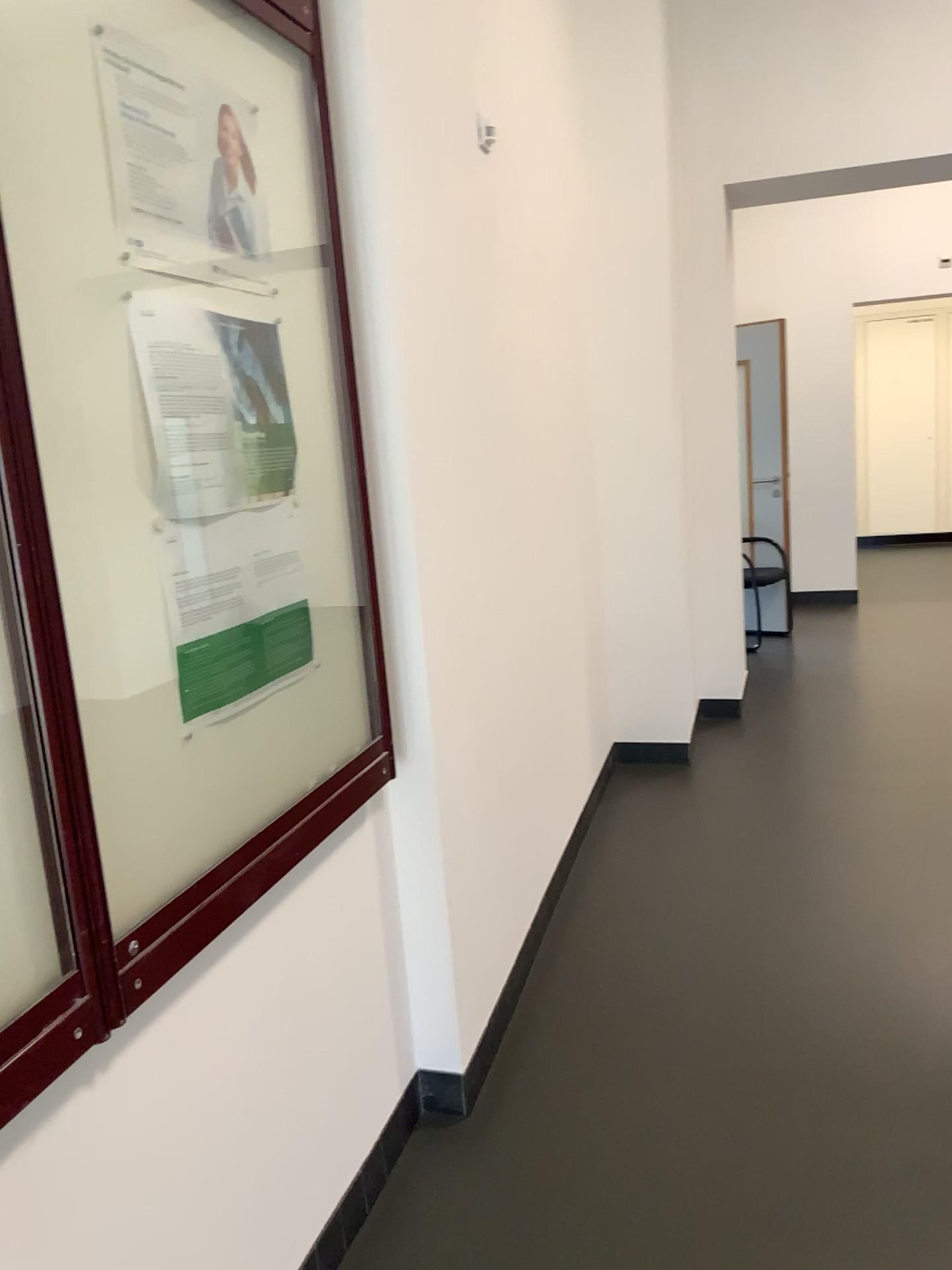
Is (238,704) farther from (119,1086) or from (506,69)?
(506,69)

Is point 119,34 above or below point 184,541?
above

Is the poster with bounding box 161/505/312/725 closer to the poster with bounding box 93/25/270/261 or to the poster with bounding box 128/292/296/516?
the poster with bounding box 128/292/296/516

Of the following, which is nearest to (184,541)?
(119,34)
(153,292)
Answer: (153,292)

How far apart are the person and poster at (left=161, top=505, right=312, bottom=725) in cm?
41

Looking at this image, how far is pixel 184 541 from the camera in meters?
1.5 m

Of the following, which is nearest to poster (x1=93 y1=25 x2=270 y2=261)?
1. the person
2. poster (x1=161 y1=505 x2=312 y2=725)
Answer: the person

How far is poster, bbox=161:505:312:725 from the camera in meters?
1.5

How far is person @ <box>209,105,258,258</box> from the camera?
1.6m

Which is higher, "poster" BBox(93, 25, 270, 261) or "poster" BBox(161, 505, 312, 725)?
"poster" BBox(93, 25, 270, 261)
